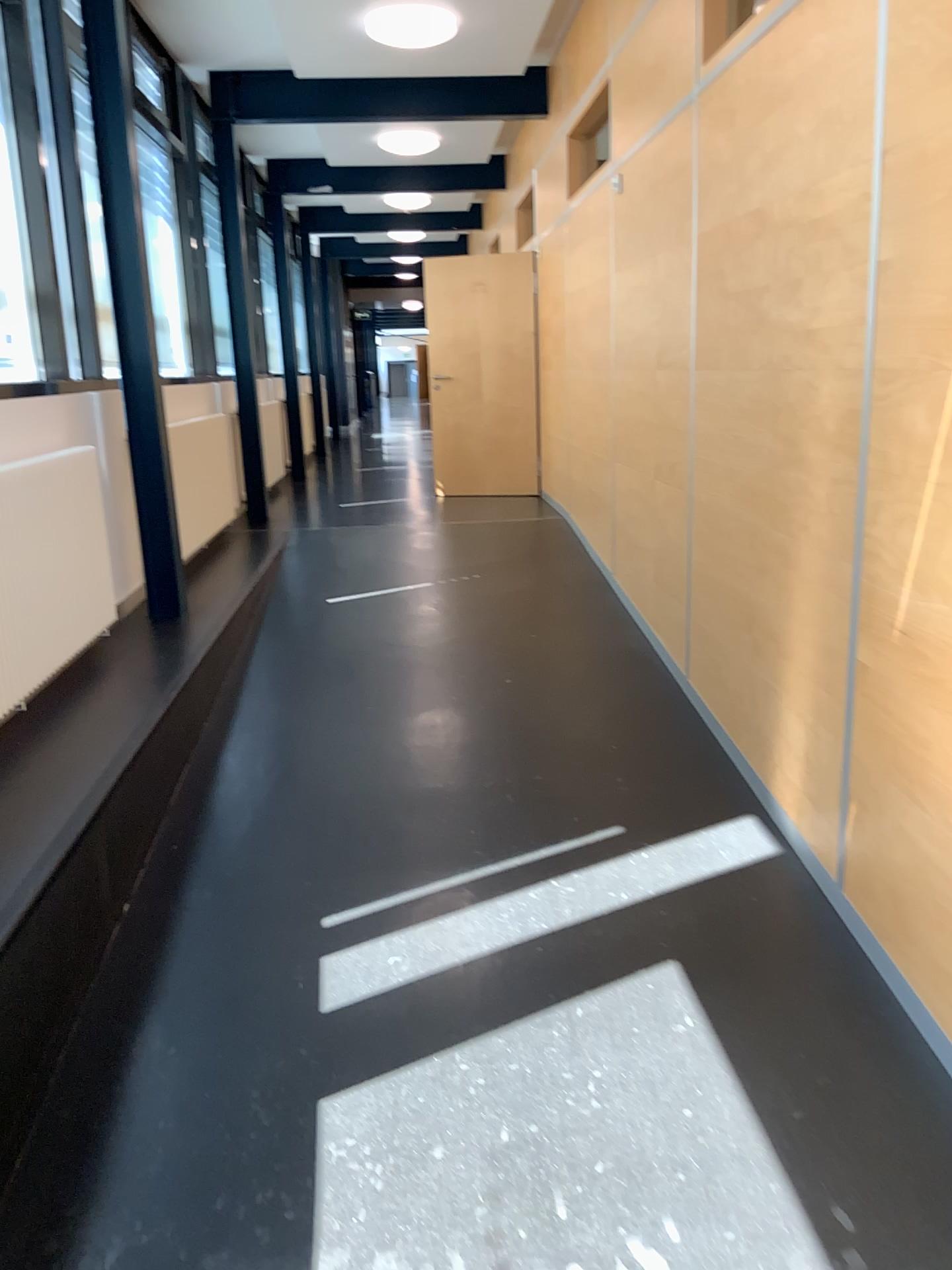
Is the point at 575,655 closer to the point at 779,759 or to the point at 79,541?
the point at 779,759

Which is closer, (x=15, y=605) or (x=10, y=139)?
(x=15, y=605)

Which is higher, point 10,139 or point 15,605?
point 10,139

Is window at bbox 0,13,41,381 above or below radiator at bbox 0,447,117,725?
above

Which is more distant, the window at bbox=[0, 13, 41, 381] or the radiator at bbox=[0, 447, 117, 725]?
the window at bbox=[0, 13, 41, 381]
